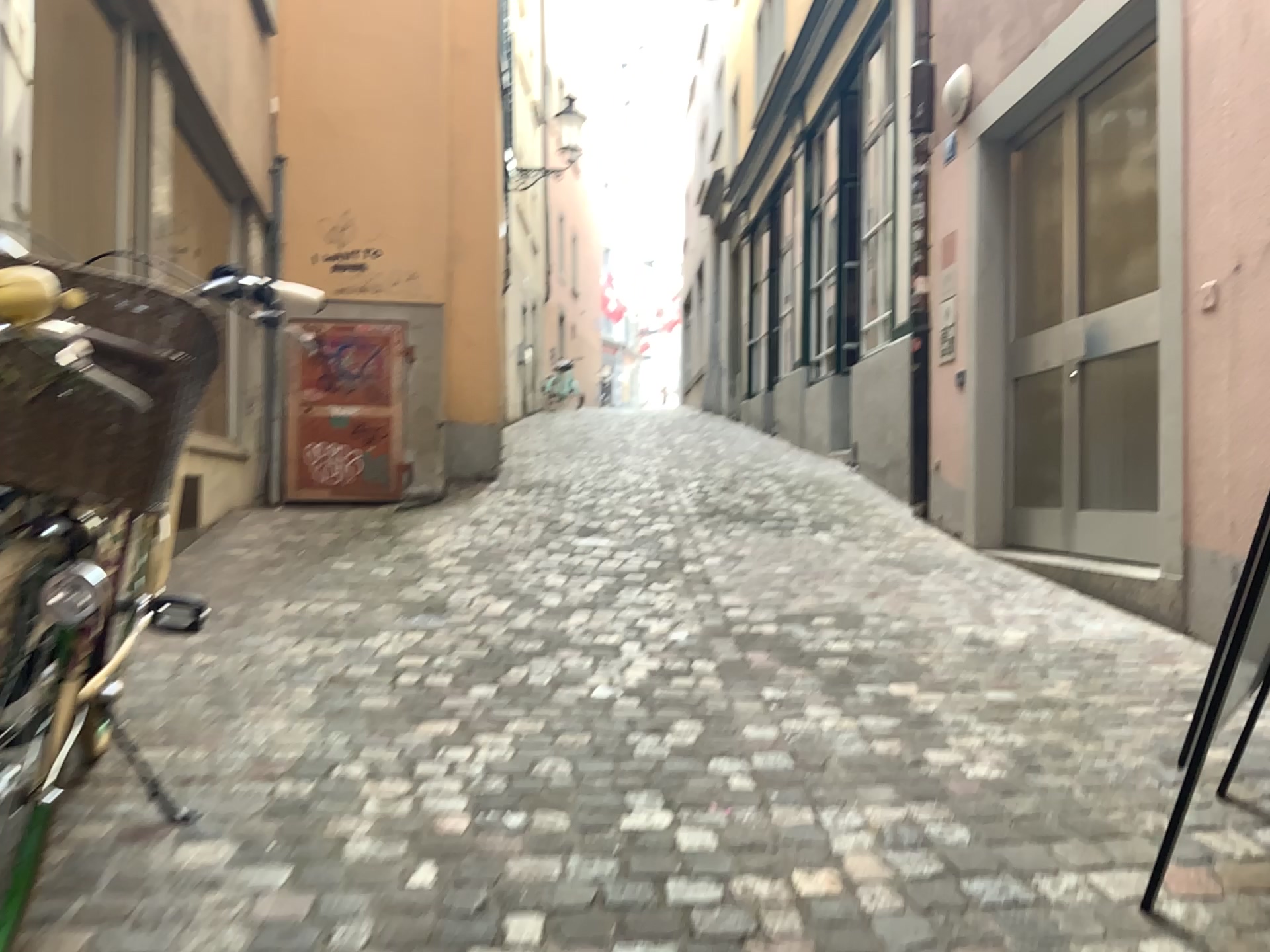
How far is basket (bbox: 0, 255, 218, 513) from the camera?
1.3m

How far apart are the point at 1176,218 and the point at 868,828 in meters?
2.7 m

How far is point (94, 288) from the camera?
1.3 meters
